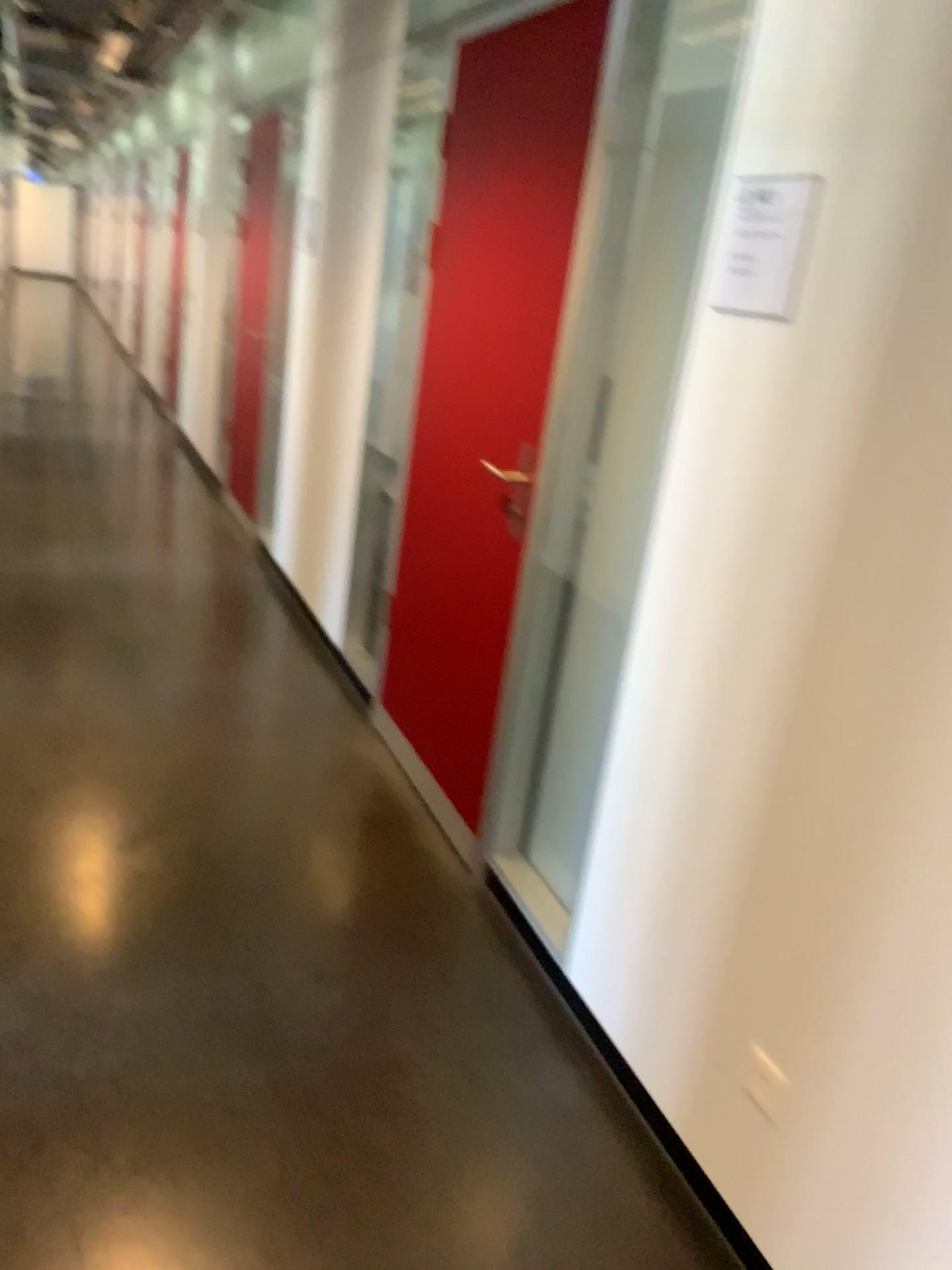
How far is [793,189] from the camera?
1.7m

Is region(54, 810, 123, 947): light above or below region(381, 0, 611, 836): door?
below

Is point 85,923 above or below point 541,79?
below

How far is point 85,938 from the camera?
2.3 meters

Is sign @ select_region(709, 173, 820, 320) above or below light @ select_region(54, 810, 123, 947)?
above

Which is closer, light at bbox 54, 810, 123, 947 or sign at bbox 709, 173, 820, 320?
sign at bbox 709, 173, 820, 320

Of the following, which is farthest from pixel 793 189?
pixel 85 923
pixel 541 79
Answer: pixel 85 923

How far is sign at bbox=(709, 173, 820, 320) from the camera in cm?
166

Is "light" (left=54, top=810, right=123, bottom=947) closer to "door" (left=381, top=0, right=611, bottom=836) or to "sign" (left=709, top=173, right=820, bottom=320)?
"door" (left=381, top=0, right=611, bottom=836)

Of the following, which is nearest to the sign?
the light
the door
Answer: the door
